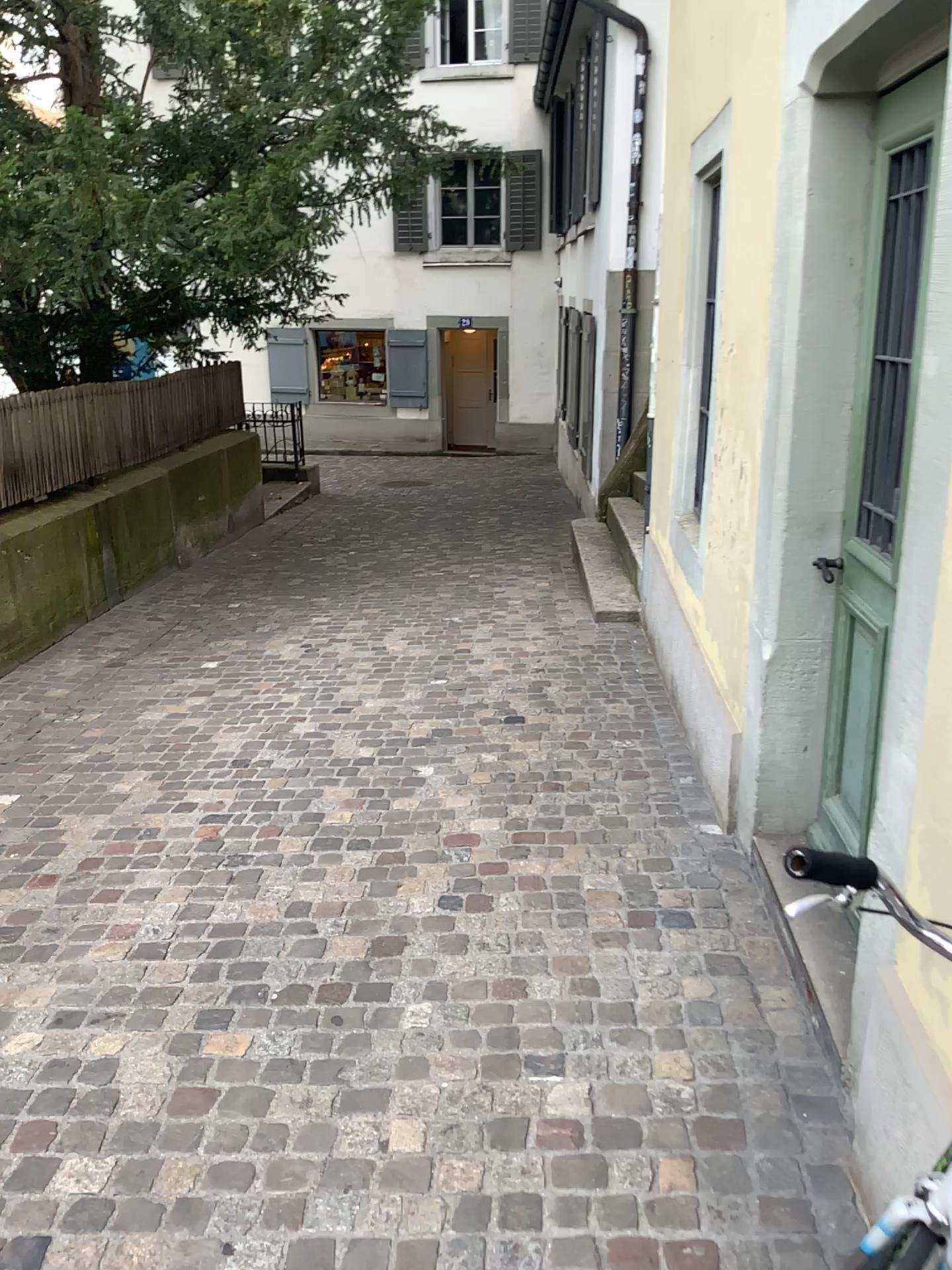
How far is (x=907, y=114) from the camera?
2.32m

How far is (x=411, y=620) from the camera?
6.16m

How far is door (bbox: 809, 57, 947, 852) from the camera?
2.3m
